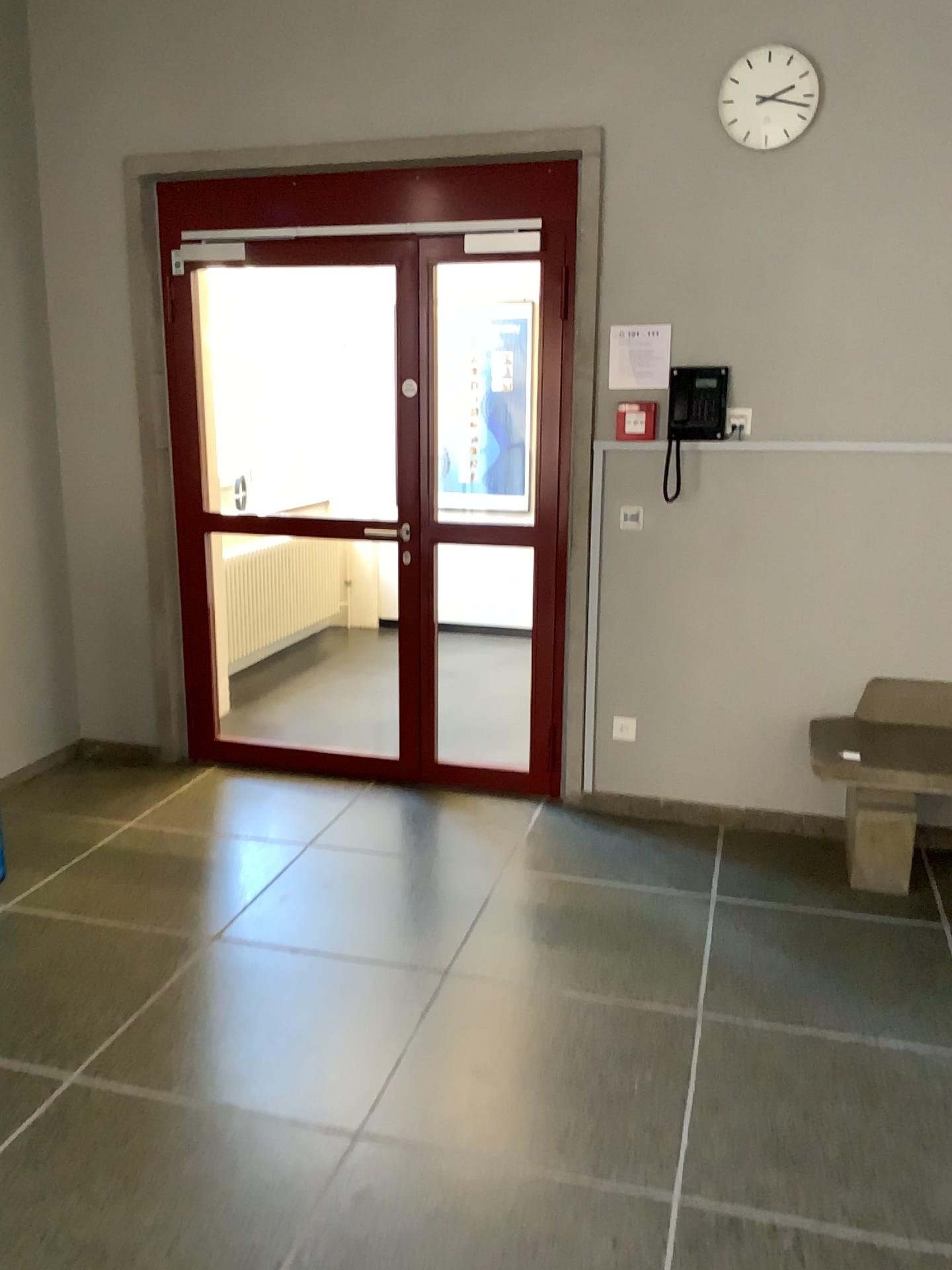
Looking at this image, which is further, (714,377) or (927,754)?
(714,377)

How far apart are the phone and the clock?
0.7m

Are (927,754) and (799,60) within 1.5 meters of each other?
no

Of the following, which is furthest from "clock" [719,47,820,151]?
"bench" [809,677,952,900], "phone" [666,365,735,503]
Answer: "bench" [809,677,952,900]

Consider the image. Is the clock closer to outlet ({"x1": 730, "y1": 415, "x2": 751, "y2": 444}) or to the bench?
outlet ({"x1": 730, "y1": 415, "x2": 751, "y2": 444})

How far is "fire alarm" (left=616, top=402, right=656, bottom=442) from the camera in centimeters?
377cm

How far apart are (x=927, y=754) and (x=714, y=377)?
1.4 meters

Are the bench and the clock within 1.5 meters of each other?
no

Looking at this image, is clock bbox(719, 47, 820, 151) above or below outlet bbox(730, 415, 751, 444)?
above

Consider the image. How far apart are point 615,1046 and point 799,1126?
0.5m
